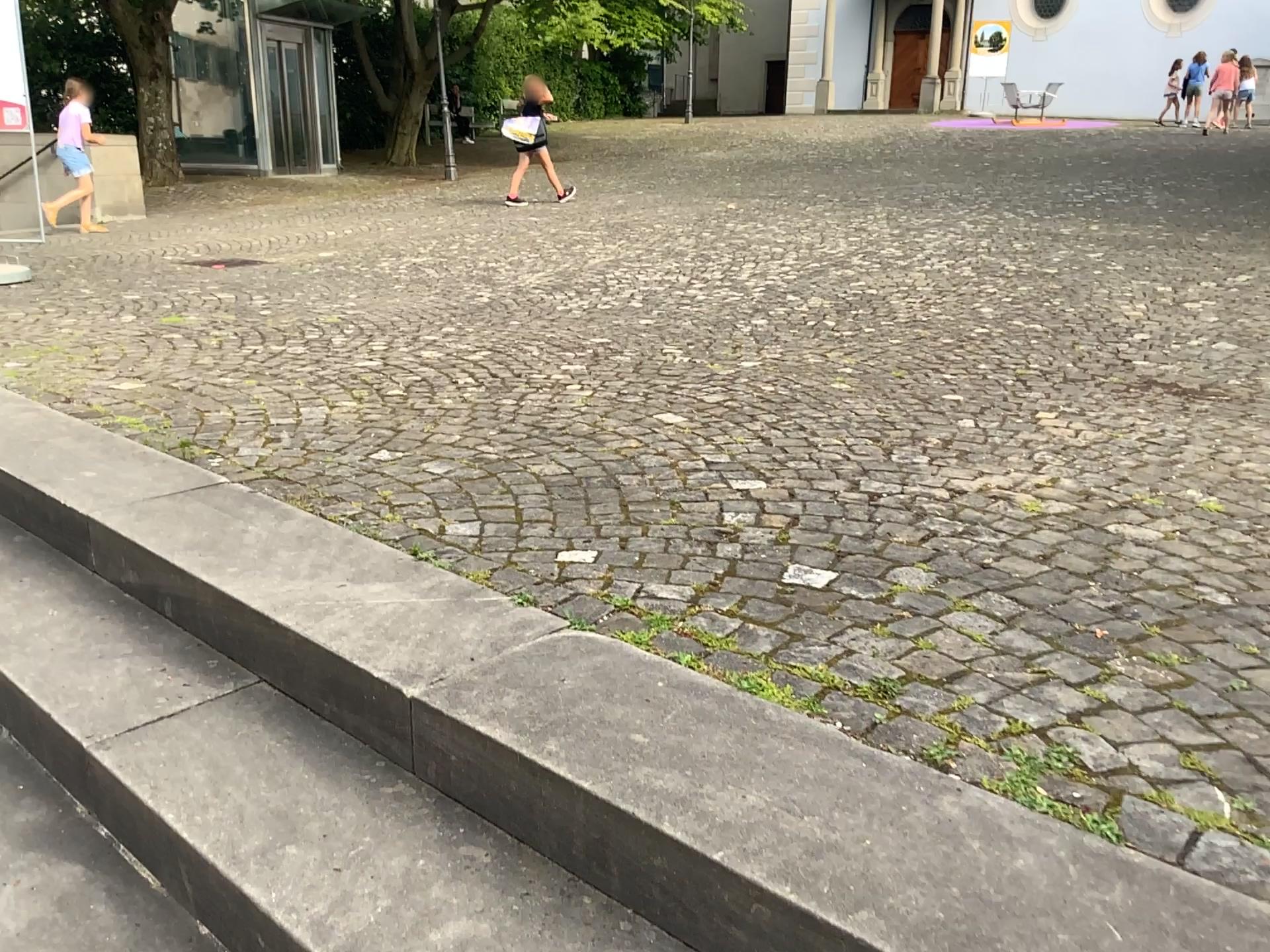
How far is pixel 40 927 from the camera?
1.6m

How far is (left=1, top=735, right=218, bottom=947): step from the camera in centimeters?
157cm

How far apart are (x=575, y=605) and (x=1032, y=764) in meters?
0.9 m
